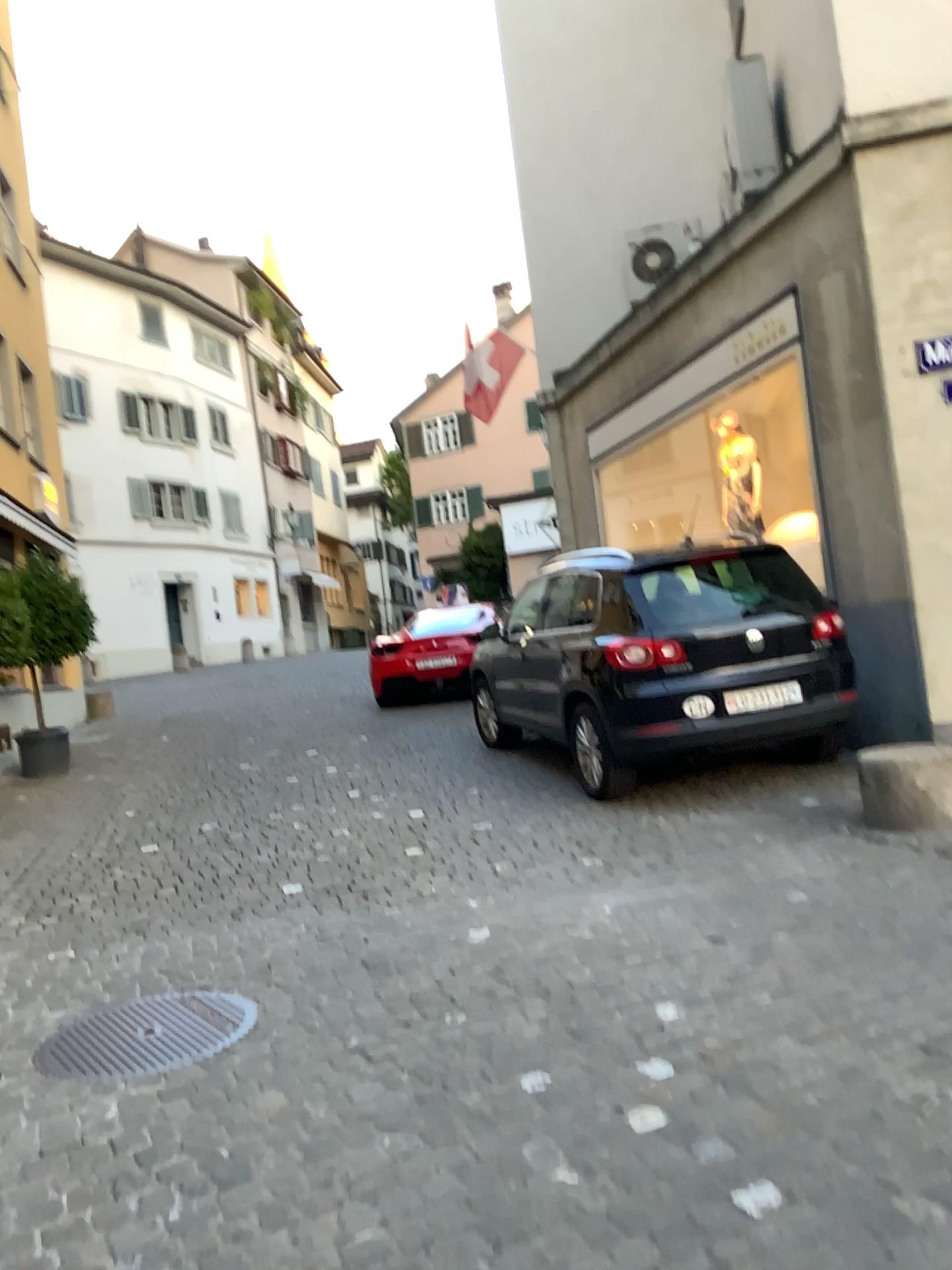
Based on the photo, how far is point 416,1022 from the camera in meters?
3.4
